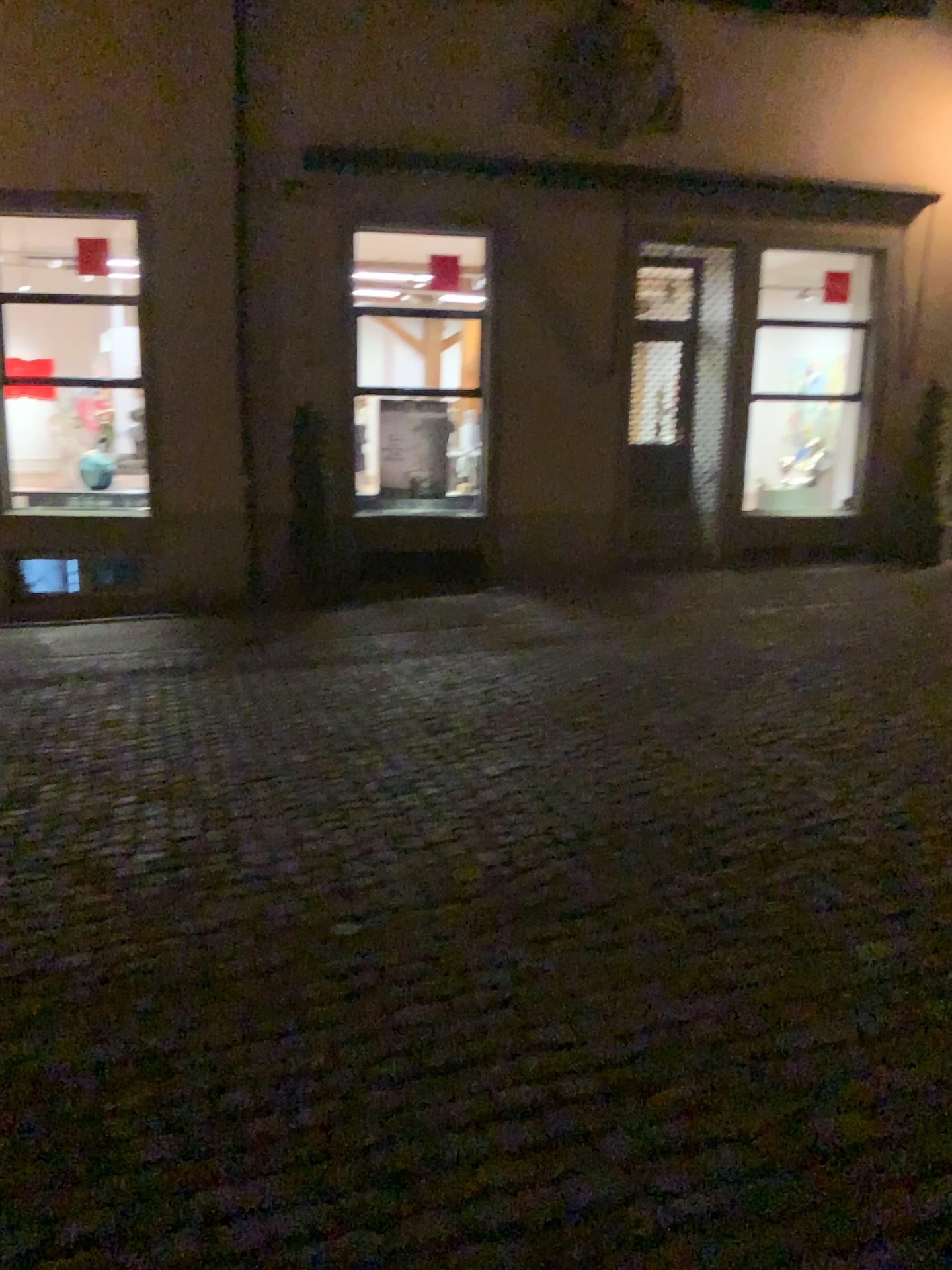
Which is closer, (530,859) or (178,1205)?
(178,1205)
